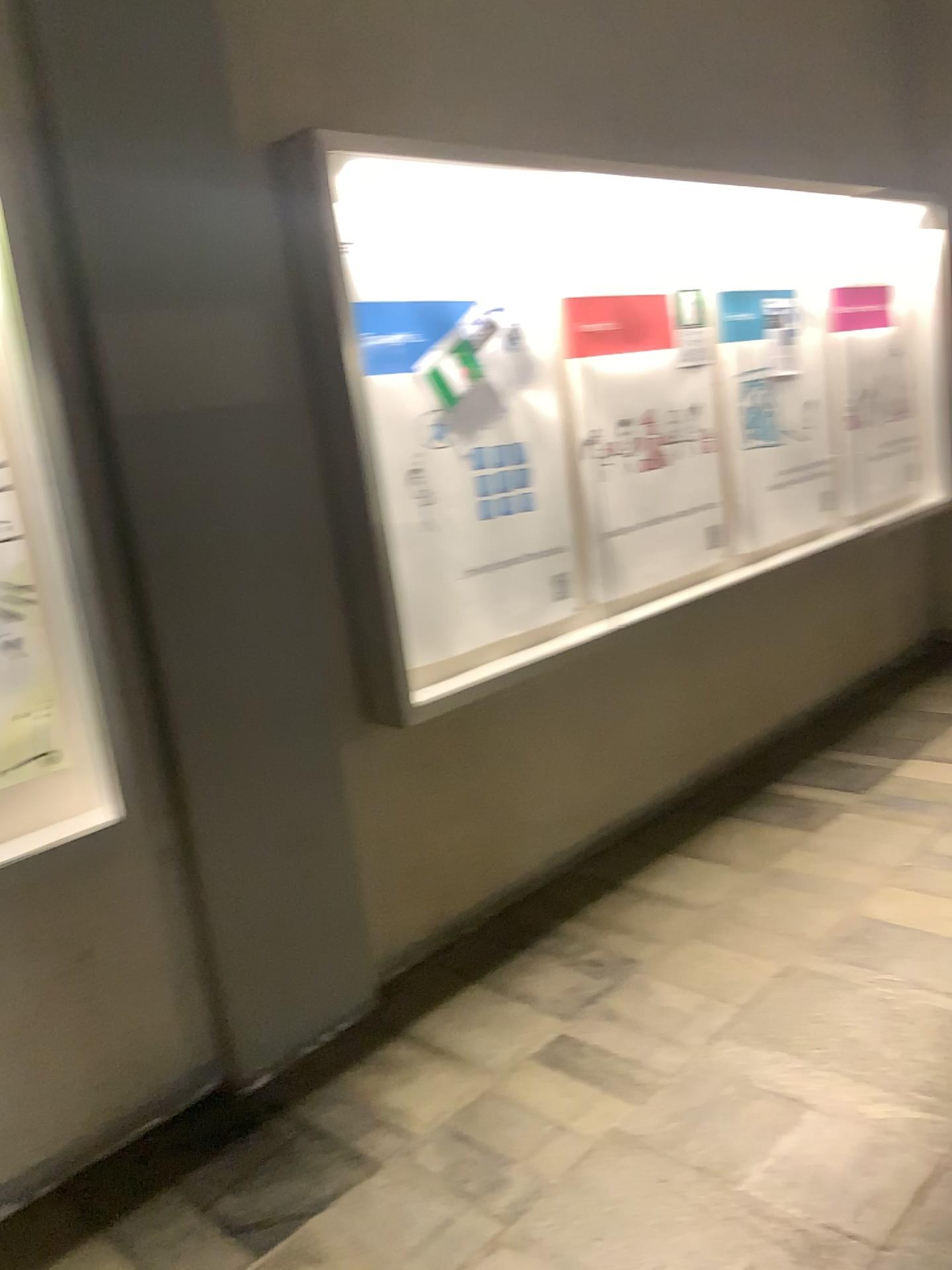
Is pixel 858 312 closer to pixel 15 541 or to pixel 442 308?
pixel 442 308

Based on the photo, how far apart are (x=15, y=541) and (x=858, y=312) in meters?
3.5 m

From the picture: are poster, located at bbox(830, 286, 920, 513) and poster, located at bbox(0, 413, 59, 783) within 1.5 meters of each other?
no

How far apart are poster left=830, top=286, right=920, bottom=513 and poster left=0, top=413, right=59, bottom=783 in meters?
3.3

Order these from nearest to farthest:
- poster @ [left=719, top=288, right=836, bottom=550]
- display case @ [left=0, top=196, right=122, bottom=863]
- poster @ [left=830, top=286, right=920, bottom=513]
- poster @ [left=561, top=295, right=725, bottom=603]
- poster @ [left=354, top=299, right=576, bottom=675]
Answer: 1. display case @ [left=0, top=196, right=122, bottom=863]
2. poster @ [left=354, top=299, right=576, bottom=675]
3. poster @ [left=561, top=295, right=725, bottom=603]
4. poster @ [left=719, top=288, right=836, bottom=550]
5. poster @ [left=830, top=286, right=920, bottom=513]

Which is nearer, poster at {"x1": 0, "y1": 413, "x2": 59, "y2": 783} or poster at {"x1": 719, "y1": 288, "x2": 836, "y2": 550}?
poster at {"x1": 0, "y1": 413, "x2": 59, "y2": 783}

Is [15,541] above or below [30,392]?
below

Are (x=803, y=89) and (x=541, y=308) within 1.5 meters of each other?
no

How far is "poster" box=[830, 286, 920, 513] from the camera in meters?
4.3 m

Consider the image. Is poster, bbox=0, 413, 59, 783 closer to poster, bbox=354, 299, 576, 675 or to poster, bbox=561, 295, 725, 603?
poster, bbox=354, 299, 576, 675
